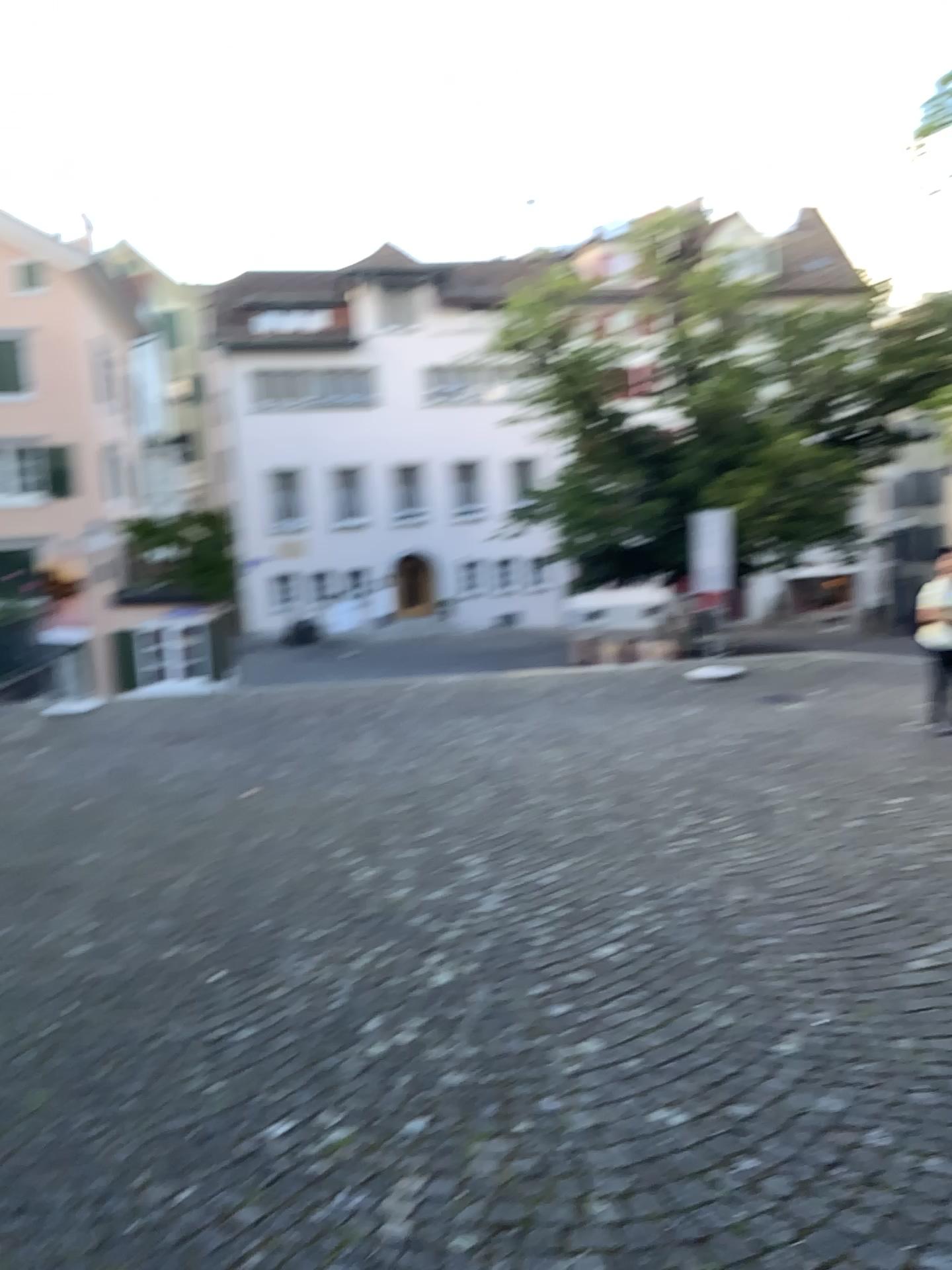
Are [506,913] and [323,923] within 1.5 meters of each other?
yes
